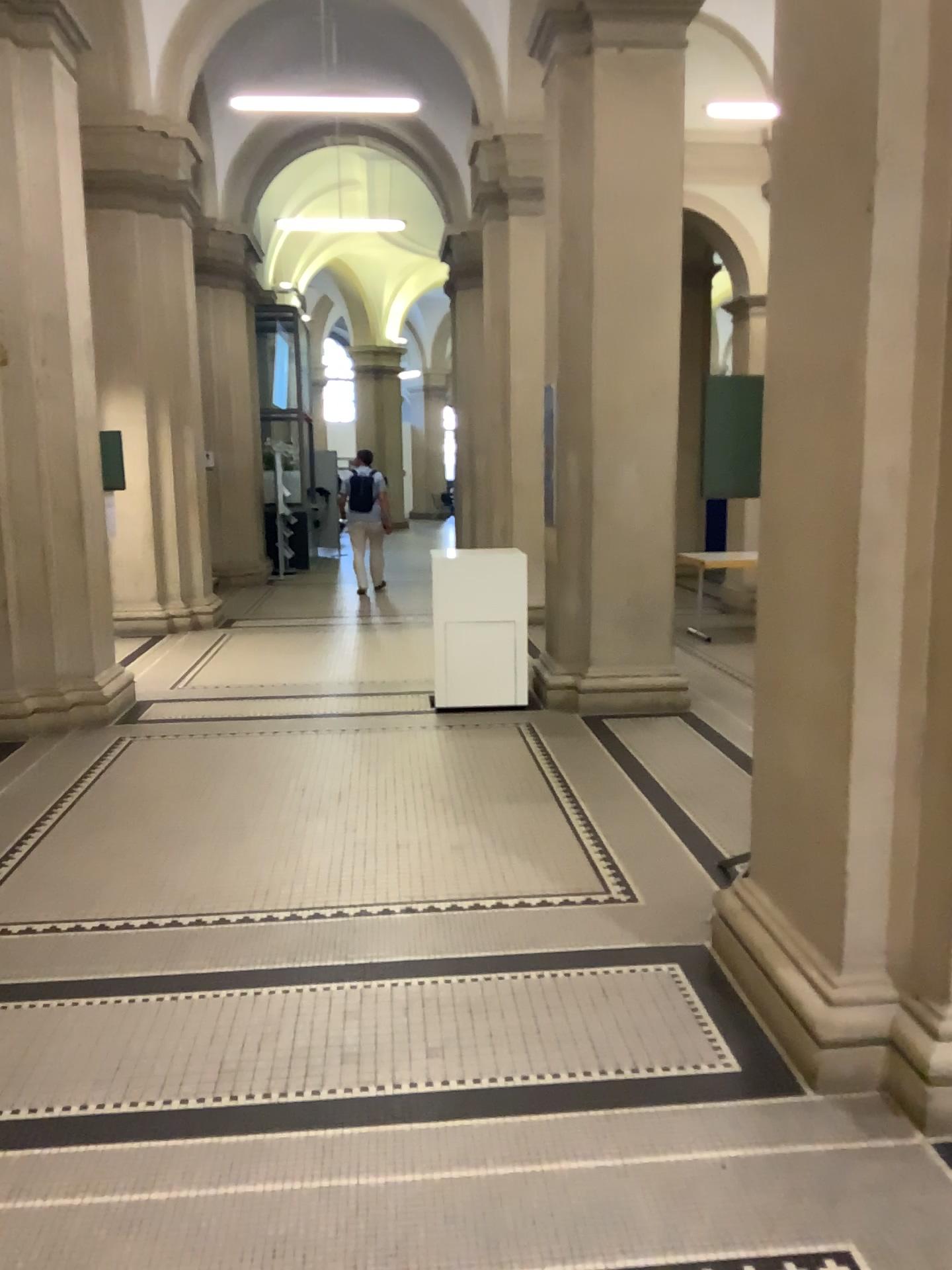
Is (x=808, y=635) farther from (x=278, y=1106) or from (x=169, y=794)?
(x=169, y=794)
